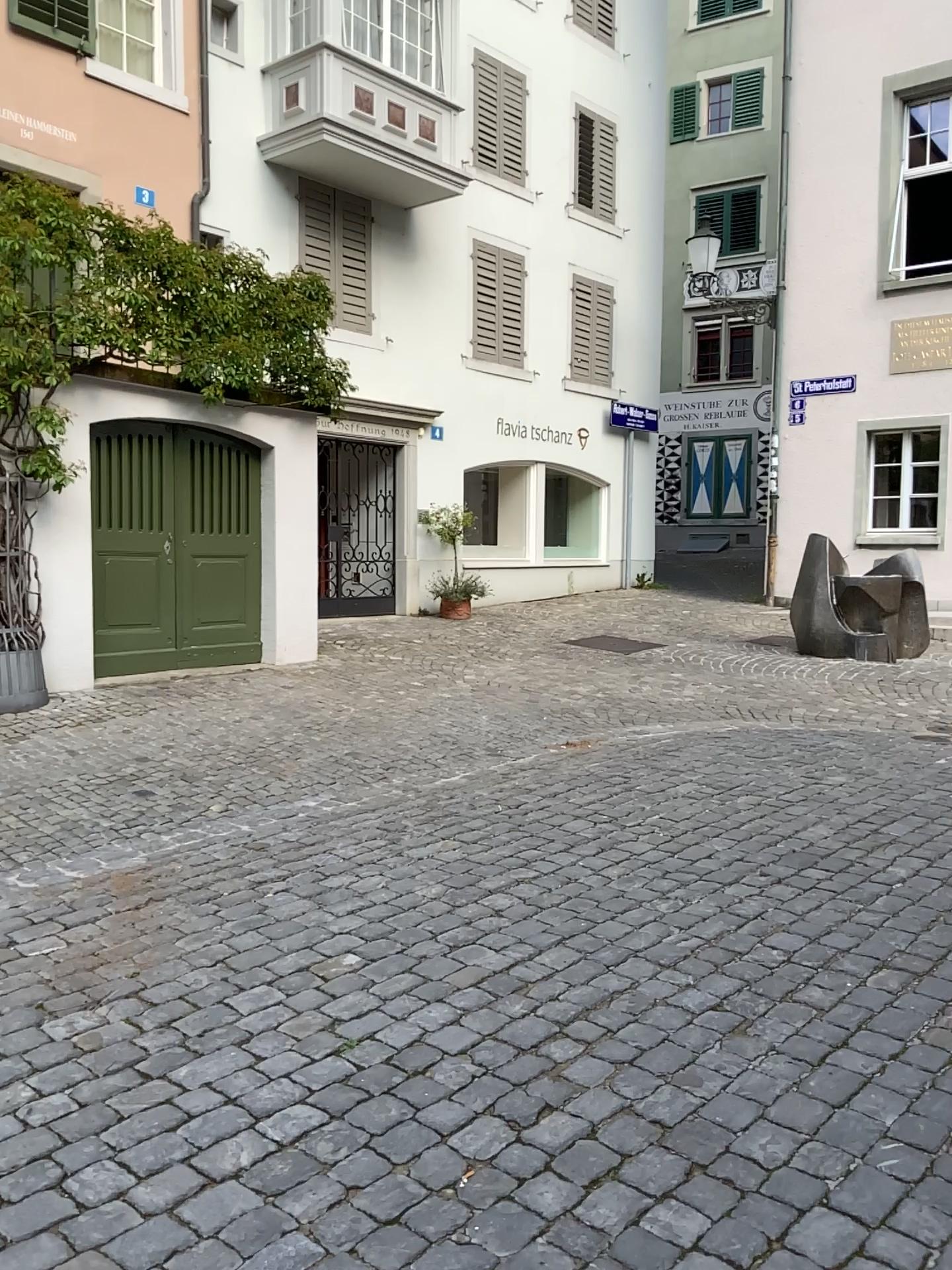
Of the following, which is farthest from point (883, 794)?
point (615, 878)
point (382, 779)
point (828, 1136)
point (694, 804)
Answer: point (828, 1136)
